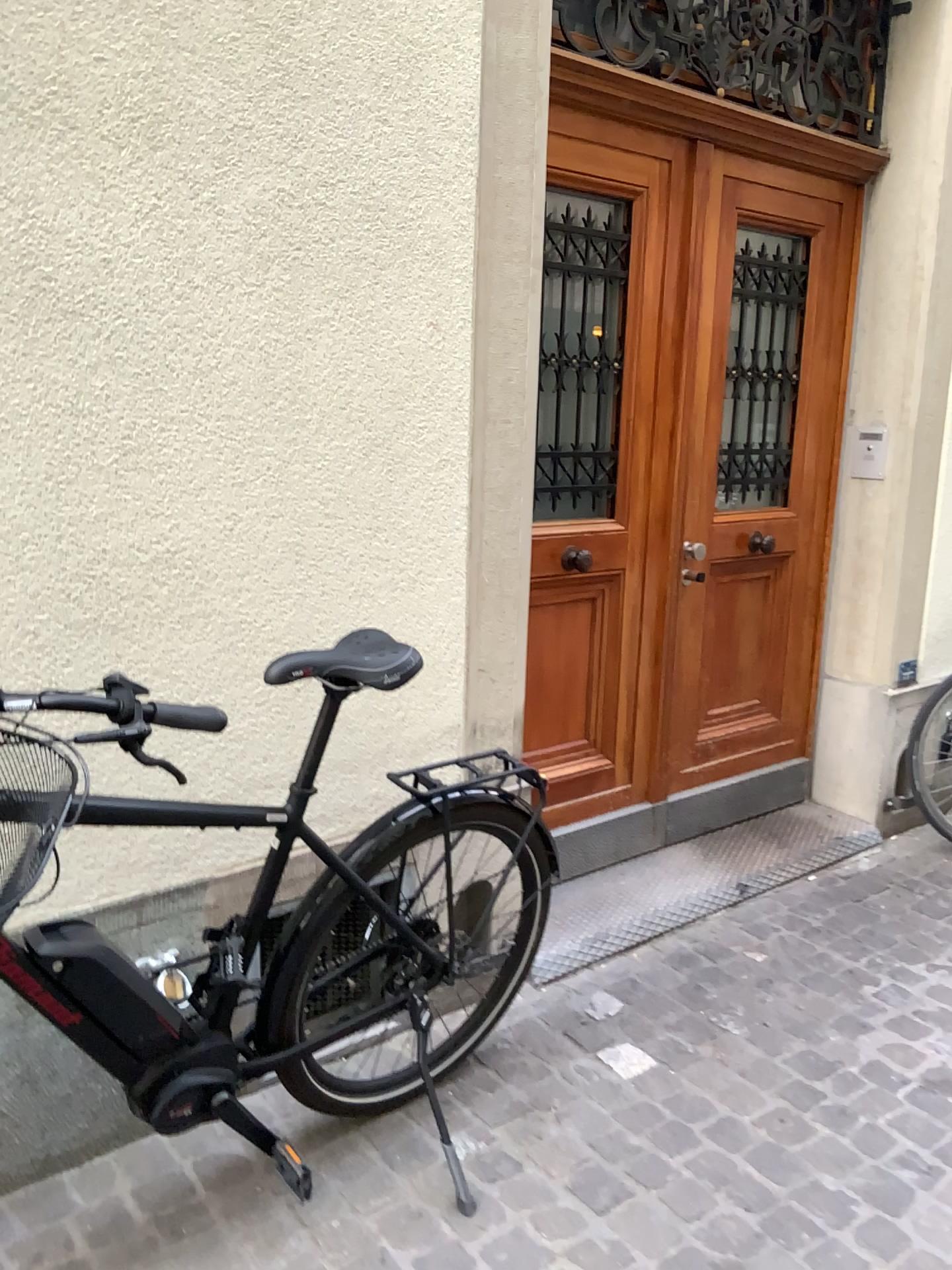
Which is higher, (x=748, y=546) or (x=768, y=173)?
(x=768, y=173)

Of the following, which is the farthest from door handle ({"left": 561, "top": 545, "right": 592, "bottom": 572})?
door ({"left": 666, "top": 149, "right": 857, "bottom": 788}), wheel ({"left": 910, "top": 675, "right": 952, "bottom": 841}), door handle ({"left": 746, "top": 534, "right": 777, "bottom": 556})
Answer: wheel ({"left": 910, "top": 675, "right": 952, "bottom": 841})

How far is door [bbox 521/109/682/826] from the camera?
2.8 meters

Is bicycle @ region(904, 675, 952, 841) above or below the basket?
below

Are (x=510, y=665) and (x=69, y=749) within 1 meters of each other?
no

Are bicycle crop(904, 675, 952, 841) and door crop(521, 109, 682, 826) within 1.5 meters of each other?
yes

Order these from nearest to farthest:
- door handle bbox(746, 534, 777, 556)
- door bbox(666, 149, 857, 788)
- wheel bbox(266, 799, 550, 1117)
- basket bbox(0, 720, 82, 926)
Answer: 1. basket bbox(0, 720, 82, 926)
2. wheel bbox(266, 799, 550, 1117)
3. door bbox(666, 149, 857, 788)
4. door handle bbox(746, 534, 777, 556)

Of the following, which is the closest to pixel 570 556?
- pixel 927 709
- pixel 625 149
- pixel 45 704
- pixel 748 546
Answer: pixel 748 546

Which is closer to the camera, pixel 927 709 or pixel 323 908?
pixel 323 908

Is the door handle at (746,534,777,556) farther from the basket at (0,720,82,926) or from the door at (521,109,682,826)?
the basket at (0,720,82,926)
